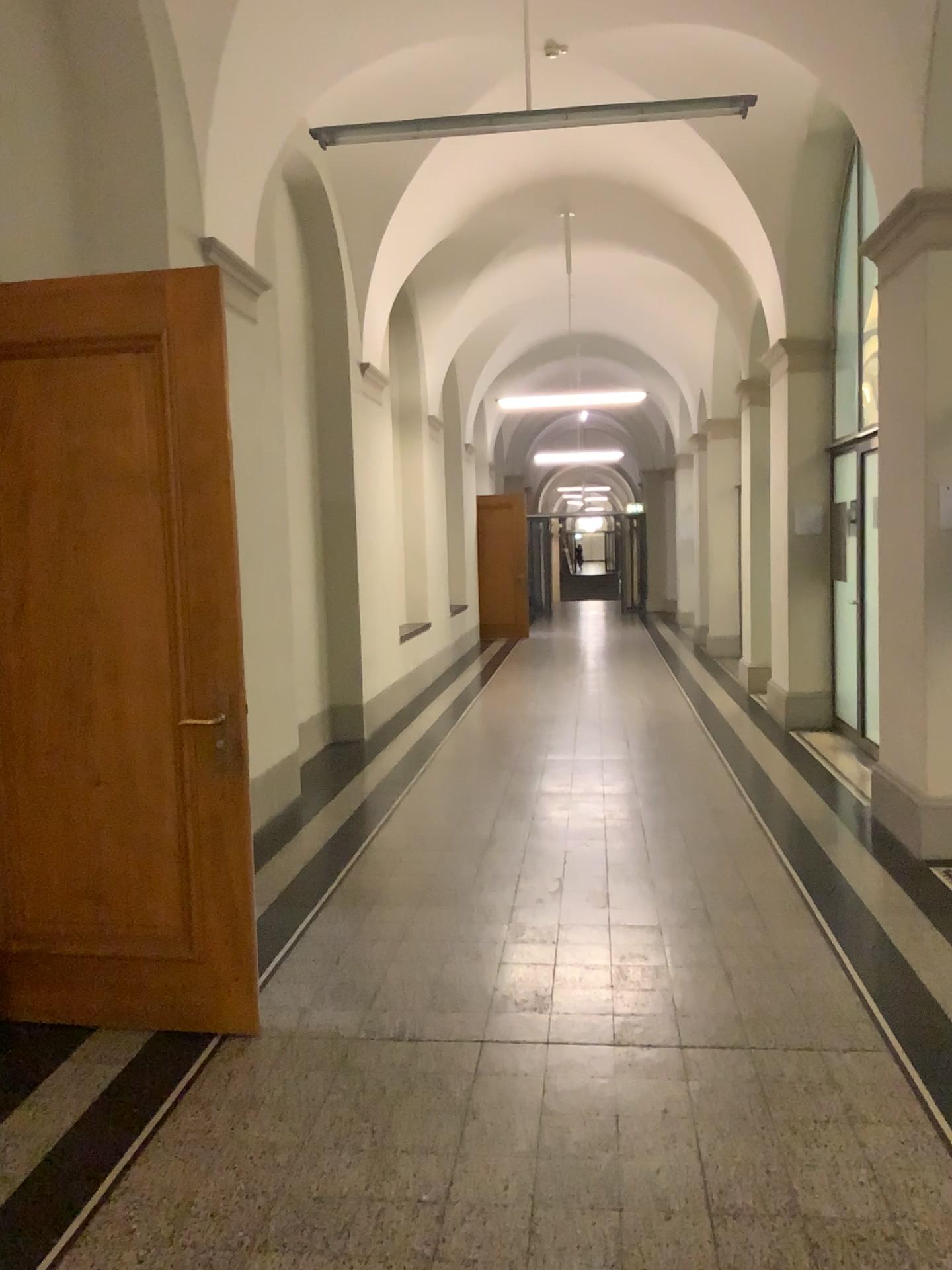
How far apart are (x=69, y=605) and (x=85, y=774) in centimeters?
54cm

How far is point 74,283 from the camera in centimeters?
323cm

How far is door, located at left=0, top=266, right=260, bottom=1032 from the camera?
3.2 meters
